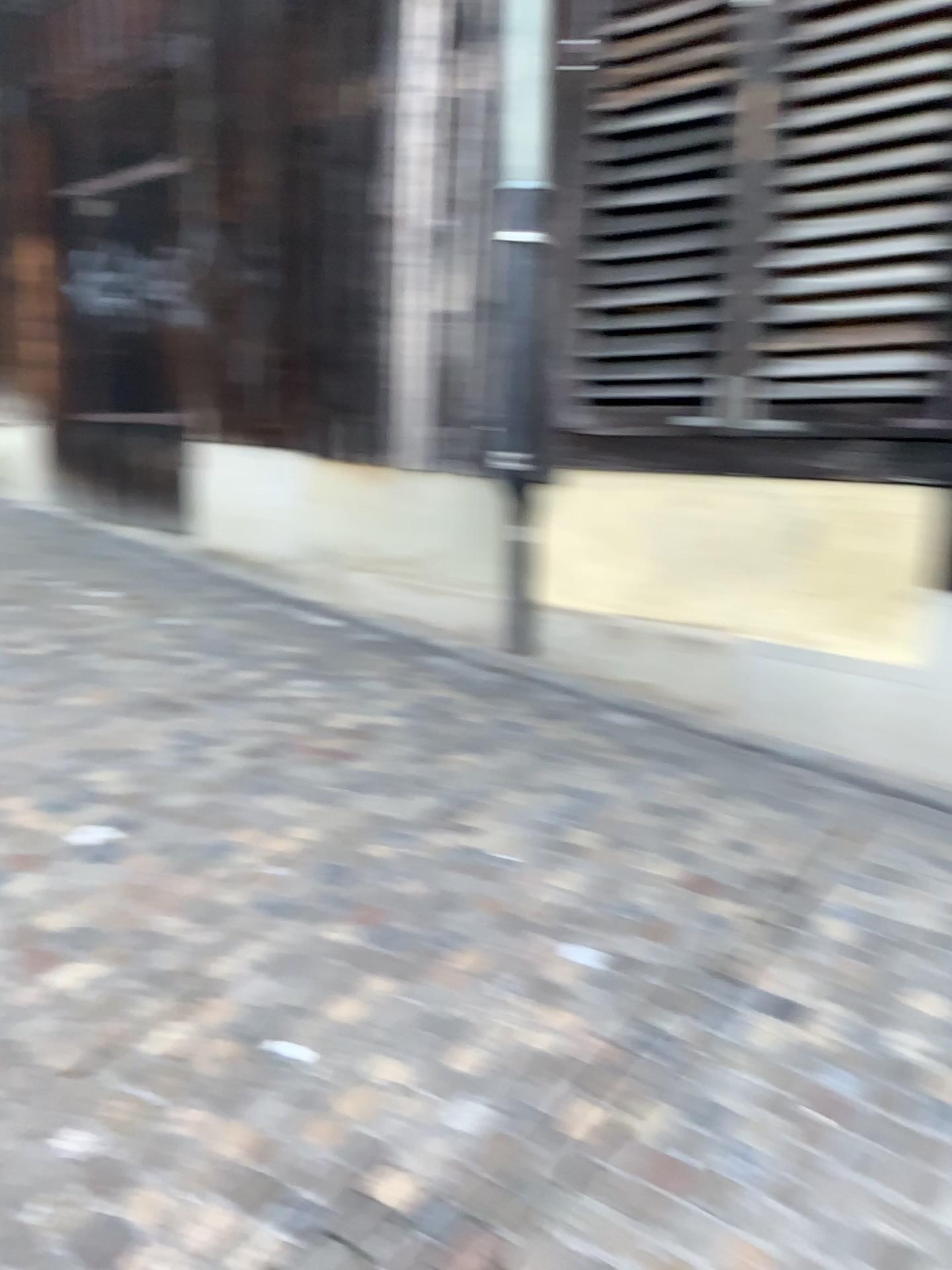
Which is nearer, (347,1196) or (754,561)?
(347,1196)

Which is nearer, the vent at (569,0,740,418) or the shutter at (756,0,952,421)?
the shutter at (756,0,952,421)

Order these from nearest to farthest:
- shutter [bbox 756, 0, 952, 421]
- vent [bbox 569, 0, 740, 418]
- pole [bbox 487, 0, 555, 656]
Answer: shutter [bbox 756, 0, 952, 421], vent [bbox 569, 0, 740, 418], pole [bbox 487, 0, 555, 656]

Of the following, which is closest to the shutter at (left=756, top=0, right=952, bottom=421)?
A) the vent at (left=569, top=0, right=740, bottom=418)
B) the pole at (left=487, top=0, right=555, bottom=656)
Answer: the vent at (left=569, top=0, right=740, bottom=418)

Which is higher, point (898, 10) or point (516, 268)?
point (898, 10)

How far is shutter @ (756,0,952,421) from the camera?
3.4m

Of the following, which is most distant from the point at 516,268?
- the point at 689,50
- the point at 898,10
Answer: the point at 898,10

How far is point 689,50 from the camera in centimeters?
396cm

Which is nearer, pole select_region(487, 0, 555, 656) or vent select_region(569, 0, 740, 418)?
vent select_region(569, 0, 740, 418)

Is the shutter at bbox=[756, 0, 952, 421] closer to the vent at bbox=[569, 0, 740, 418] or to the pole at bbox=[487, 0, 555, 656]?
the vent at bbox=[569, 0, 740, 418]
